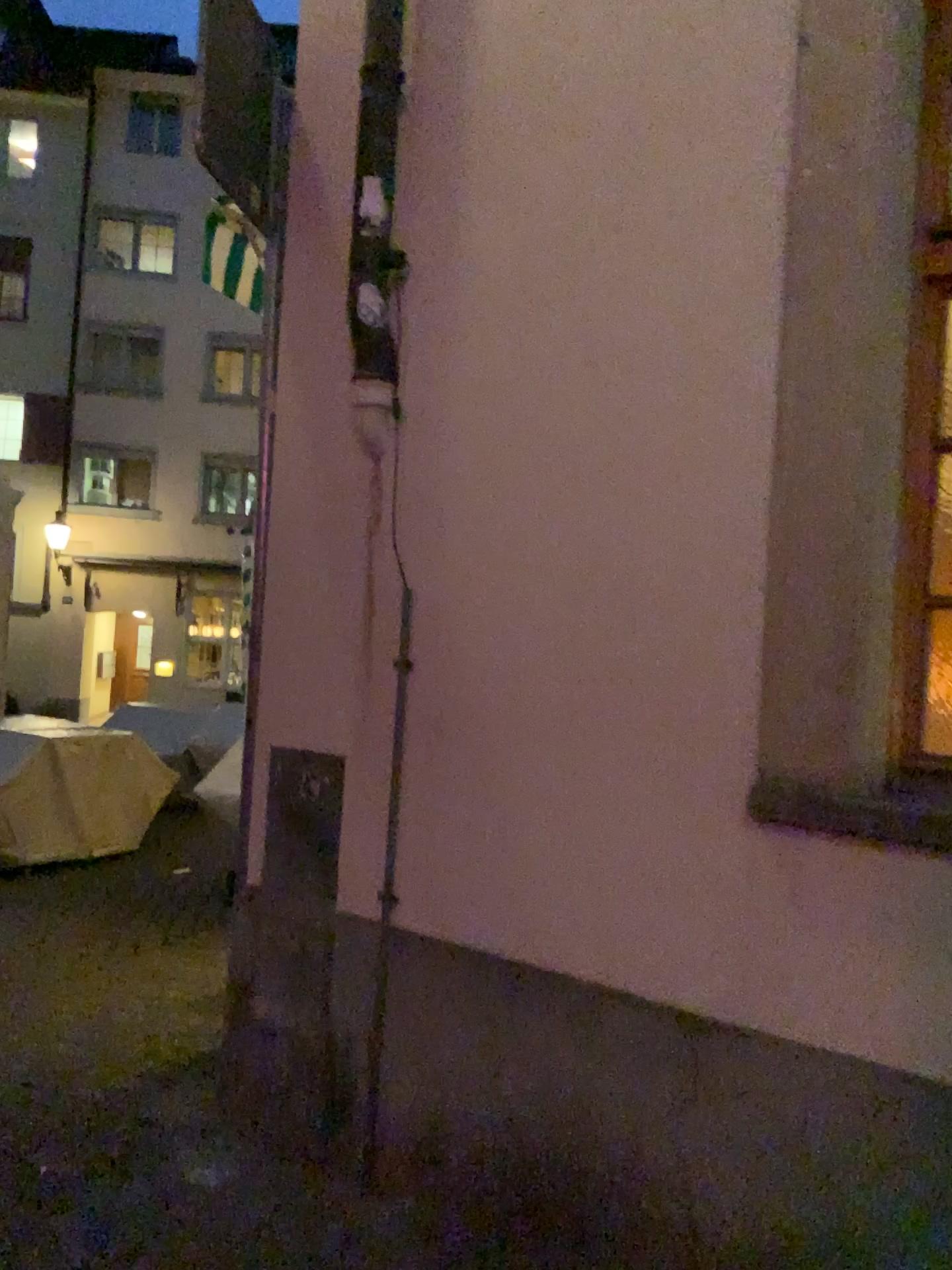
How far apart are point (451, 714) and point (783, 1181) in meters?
1.2
